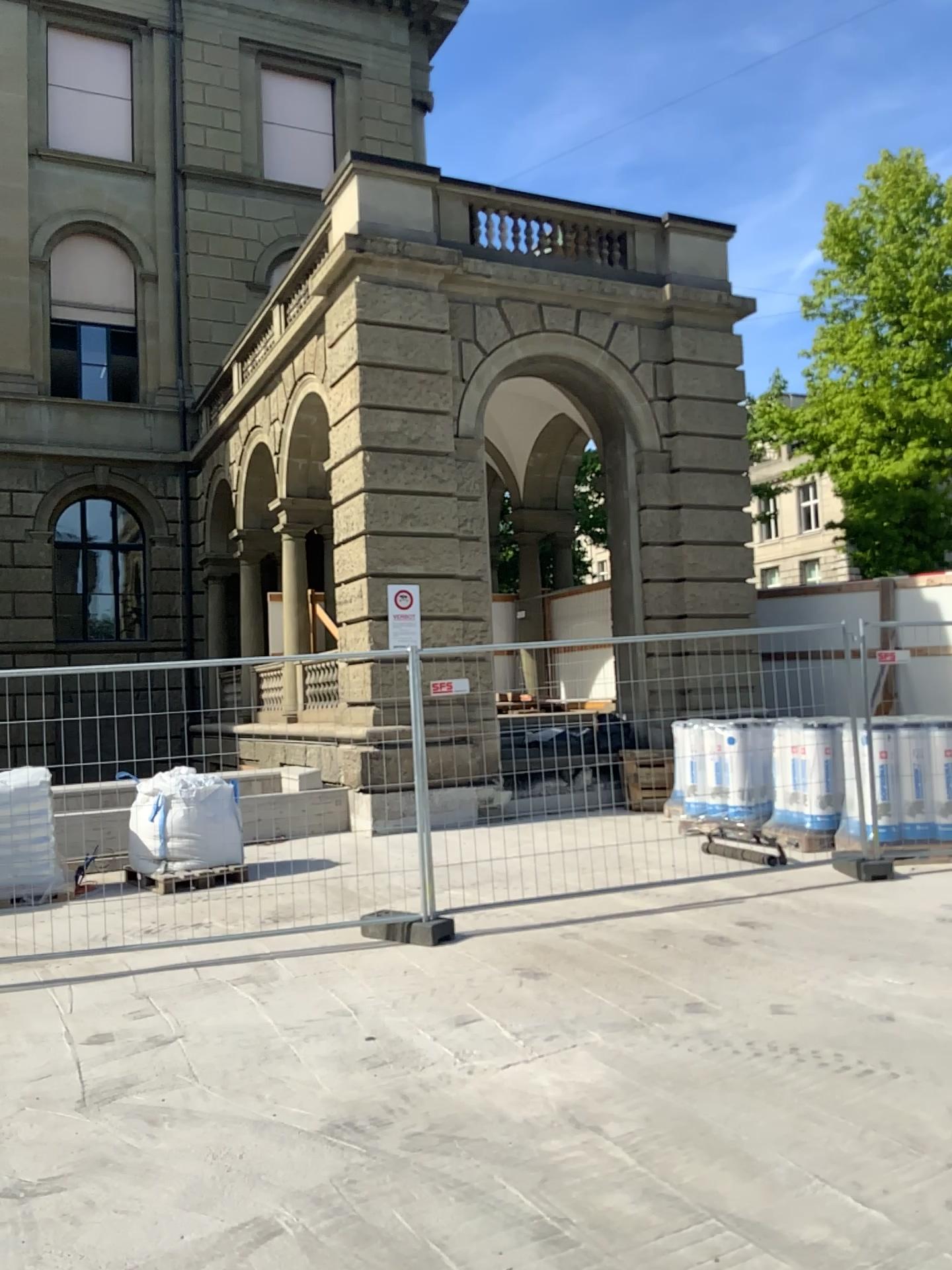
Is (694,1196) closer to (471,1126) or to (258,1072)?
(471,1126)
